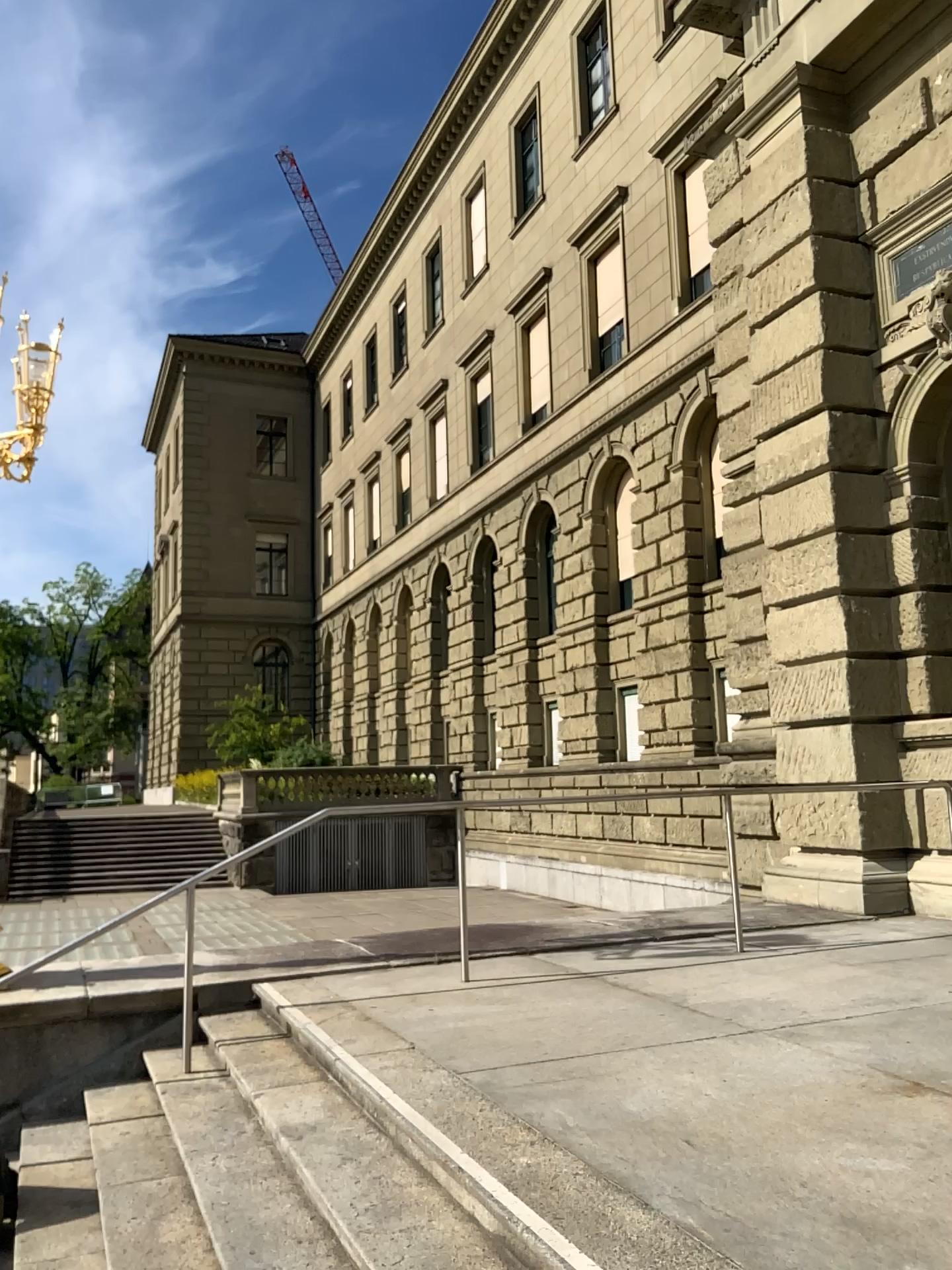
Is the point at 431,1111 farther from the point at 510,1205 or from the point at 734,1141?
the point at 734,1141
